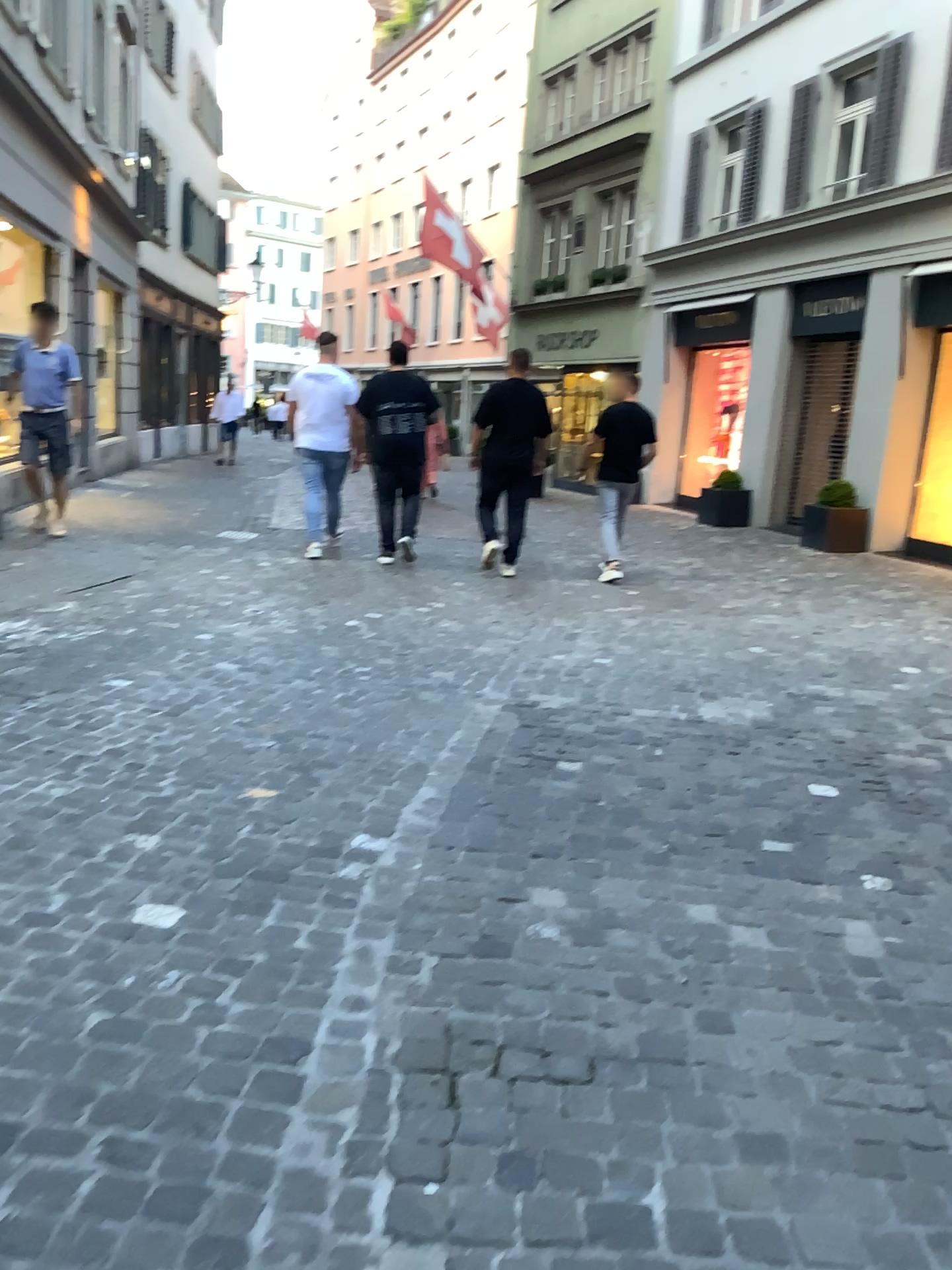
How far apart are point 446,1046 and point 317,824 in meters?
1.2 m
